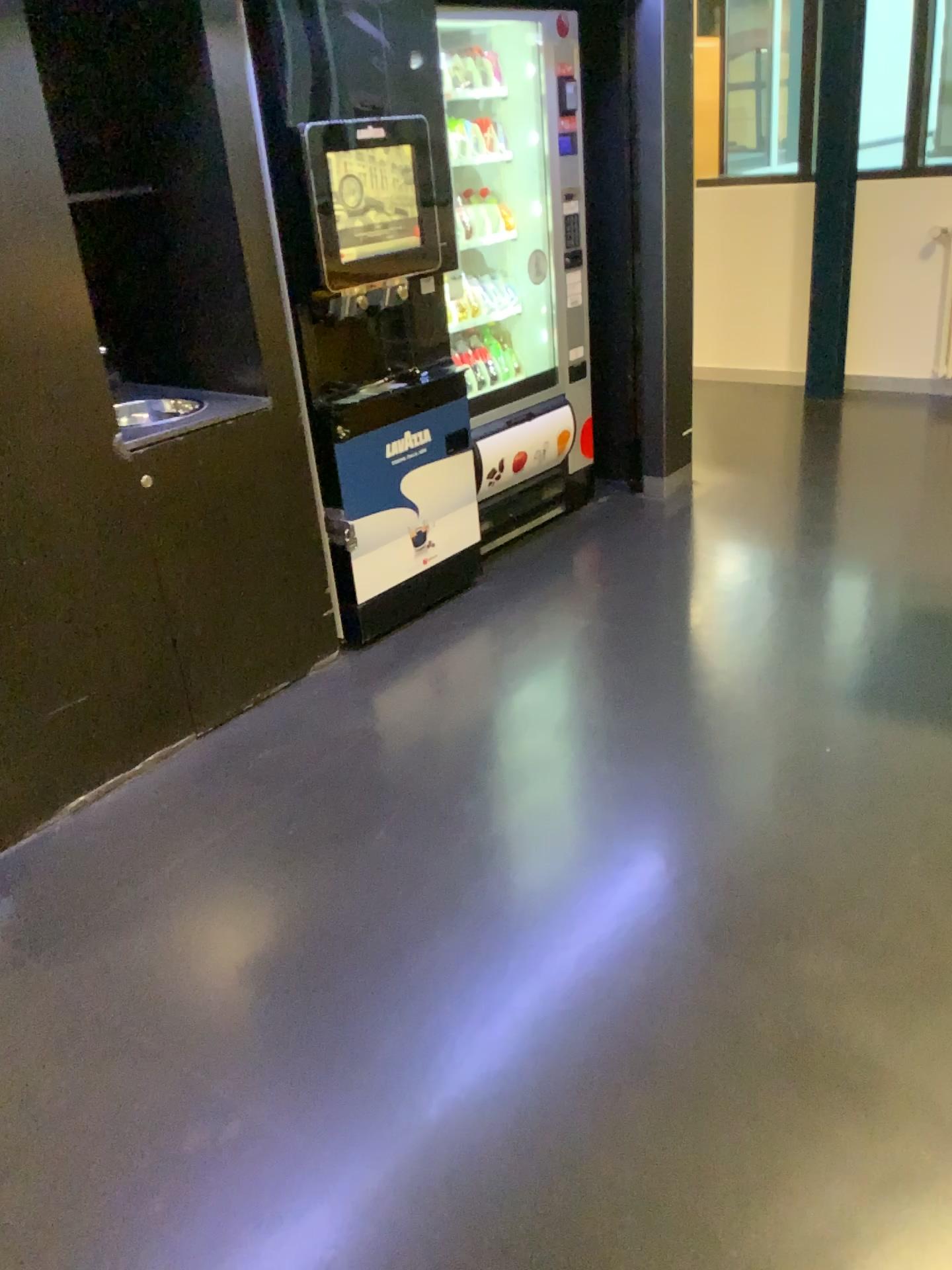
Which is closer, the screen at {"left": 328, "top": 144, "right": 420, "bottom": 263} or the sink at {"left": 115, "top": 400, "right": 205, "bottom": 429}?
the sink at {"left": 115, "top": 400, "right": 205, "bottom": 429}

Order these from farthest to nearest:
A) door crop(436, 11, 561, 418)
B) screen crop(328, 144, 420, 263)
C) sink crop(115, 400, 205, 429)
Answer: door crop(436, 11, 561, 418)
screen crop(328, 144, 420, 263)
sink crop(115, 400, 205, 429)

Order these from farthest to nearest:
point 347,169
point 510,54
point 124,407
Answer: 1. point 510,54
2. point 347,169
3. point 124,407

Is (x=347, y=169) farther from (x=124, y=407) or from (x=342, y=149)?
(x=124, y=407)

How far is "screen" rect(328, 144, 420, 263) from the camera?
2.9m

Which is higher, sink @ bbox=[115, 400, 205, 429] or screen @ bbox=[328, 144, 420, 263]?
screen @ bbox=[328, 144, 420, 263]

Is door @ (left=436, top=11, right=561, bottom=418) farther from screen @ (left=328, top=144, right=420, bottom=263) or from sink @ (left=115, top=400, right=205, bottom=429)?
sink @ (left=115, top=400, right=205, bottom=429)

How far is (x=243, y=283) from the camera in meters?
2.8 m

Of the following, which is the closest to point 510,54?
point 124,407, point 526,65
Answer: point 526,65

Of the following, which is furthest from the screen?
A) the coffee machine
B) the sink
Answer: the sink
